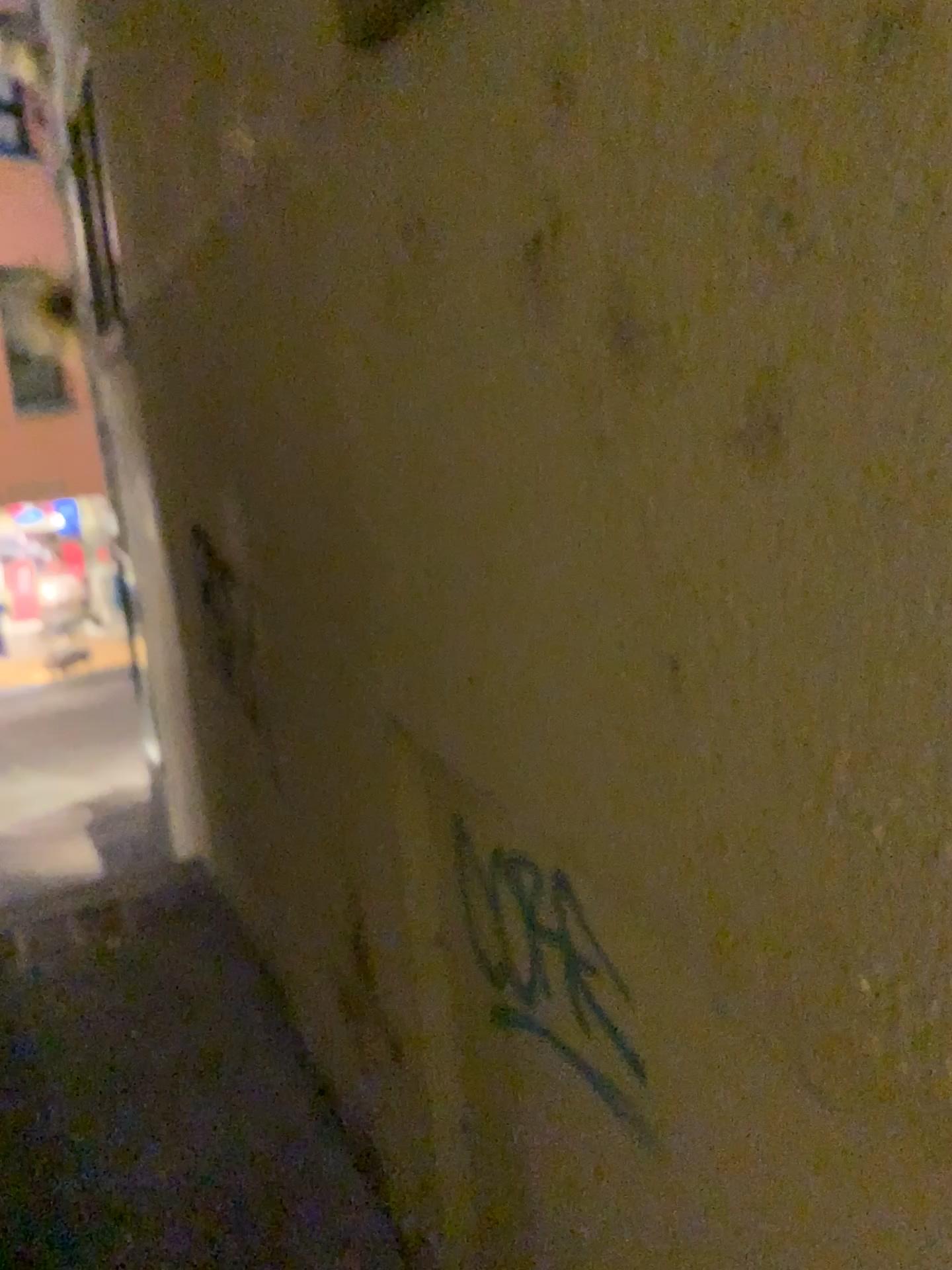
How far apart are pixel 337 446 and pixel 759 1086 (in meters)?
1.41

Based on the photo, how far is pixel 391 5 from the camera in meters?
1.5

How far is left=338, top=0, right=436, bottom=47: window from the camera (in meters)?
1.51
